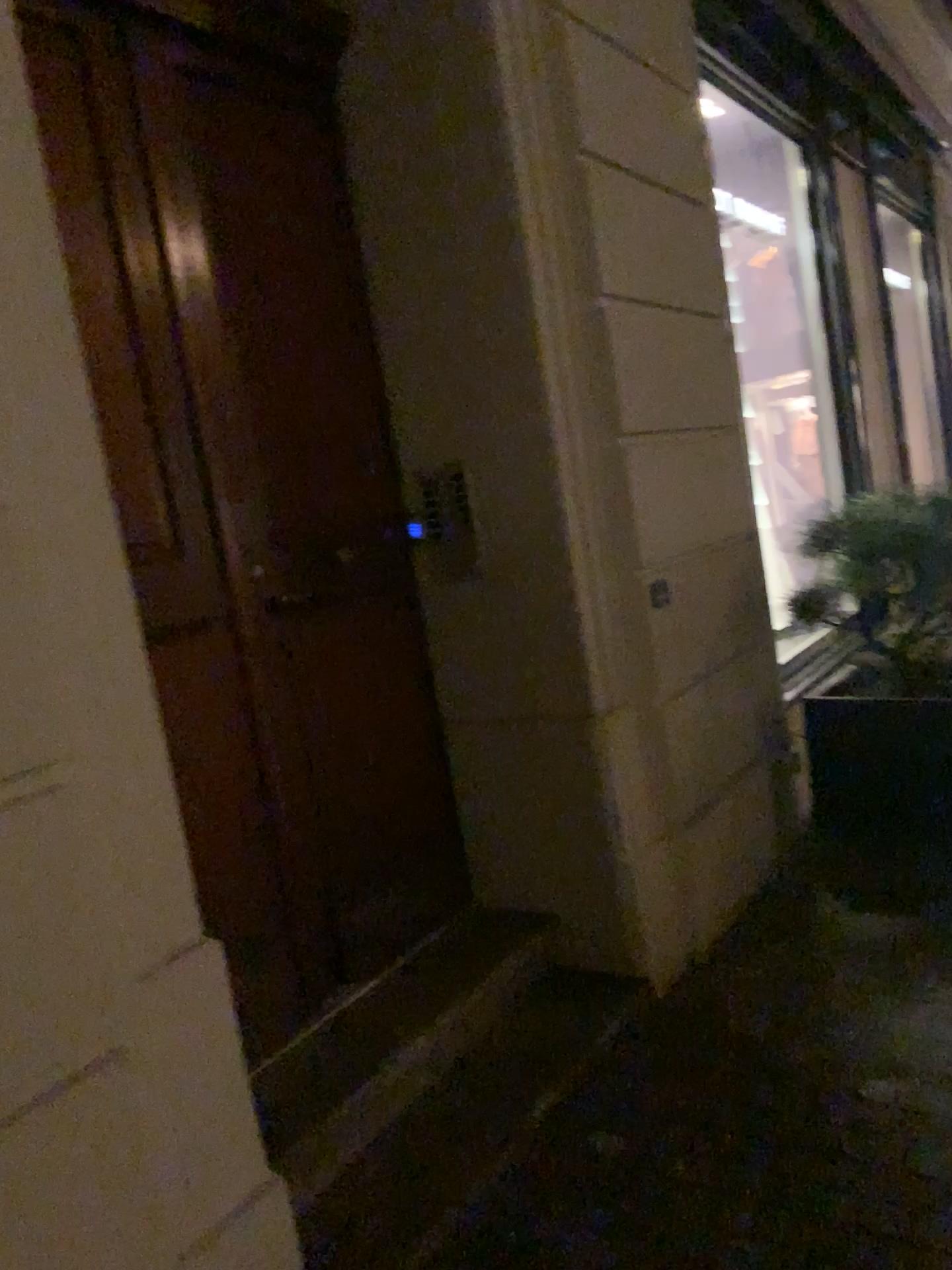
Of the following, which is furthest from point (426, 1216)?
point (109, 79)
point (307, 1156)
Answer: point (109, 79)

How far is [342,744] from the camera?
2.73m

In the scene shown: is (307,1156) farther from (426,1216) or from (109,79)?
(109,79)

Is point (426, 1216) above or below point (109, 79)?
below

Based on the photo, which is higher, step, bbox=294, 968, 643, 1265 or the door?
the door
